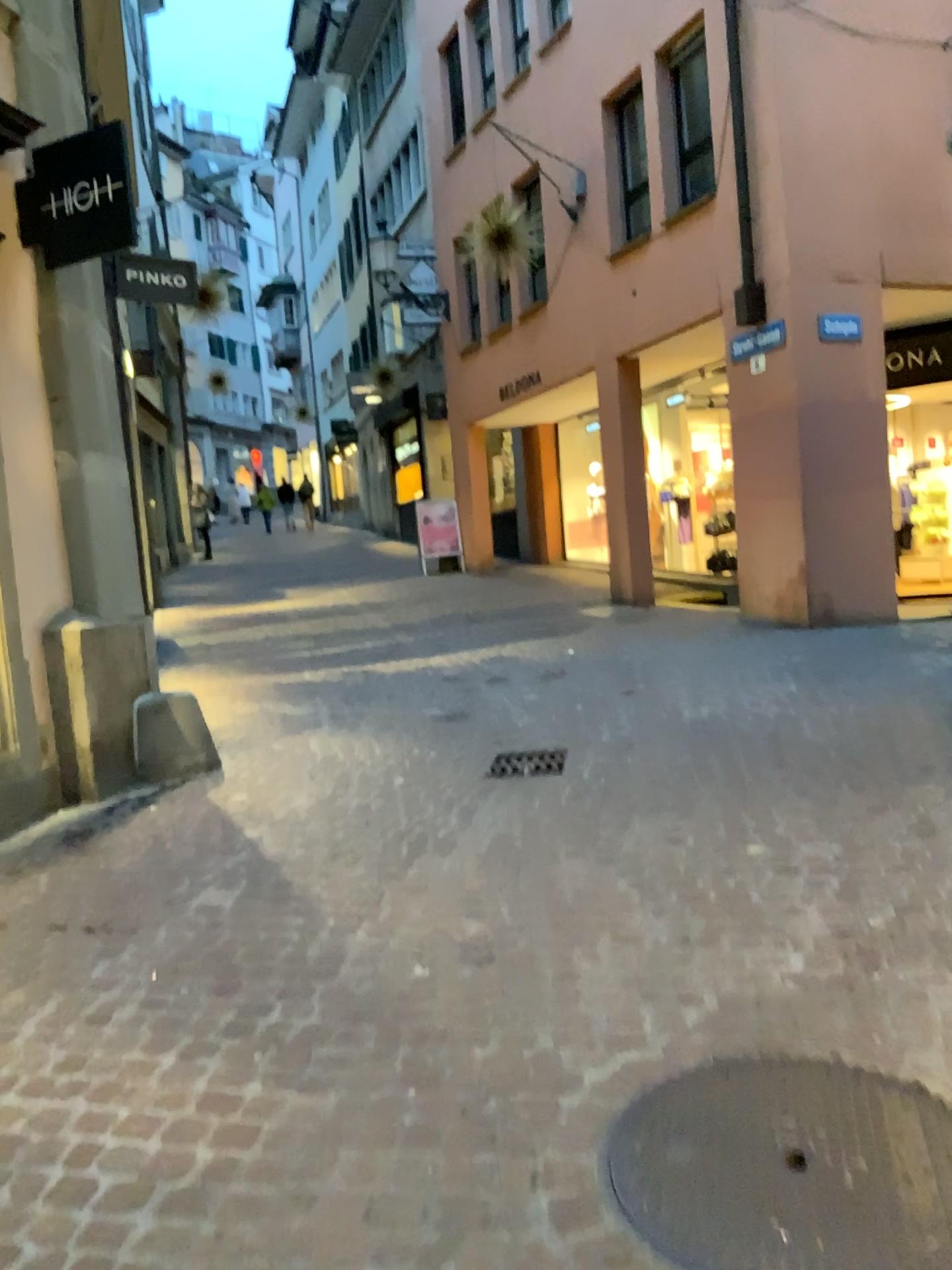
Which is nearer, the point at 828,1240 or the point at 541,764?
the point at 828,1240

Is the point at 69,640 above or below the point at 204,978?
above

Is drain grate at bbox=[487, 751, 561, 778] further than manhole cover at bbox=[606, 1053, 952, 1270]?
Yes

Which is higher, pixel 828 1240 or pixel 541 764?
pixel 541 764
